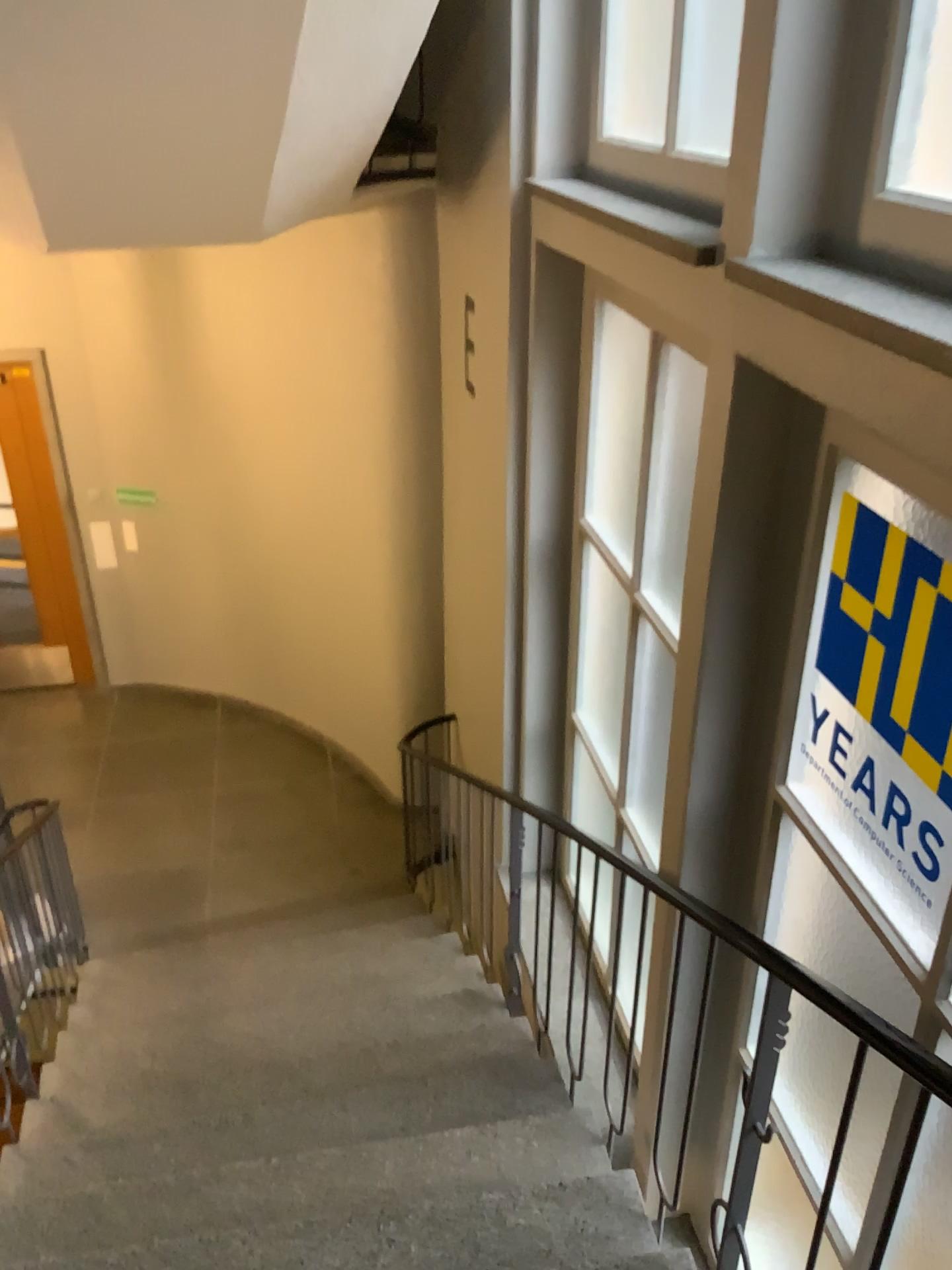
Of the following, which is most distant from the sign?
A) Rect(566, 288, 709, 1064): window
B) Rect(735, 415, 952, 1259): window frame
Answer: Rect(566, 288, 709, 1064): window

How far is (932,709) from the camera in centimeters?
184cm

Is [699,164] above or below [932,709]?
above

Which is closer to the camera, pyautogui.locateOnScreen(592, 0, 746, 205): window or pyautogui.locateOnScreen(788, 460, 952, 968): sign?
pyautogui.locateOnScreen(788, 460, 952, 968): sign

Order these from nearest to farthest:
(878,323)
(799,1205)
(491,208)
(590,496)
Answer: (878,323), (799,1205), (590,496), (491,208)

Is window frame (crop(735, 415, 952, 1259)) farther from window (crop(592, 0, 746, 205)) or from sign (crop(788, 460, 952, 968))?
window (crop(592, 0, 746, 205))

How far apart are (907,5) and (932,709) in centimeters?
115cm

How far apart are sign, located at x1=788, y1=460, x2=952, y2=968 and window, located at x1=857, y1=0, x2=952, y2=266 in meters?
0.4 m

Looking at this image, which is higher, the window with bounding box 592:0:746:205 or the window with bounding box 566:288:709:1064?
the window with bounding box 592:0:746:205

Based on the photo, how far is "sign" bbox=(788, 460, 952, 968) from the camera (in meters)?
1.84
